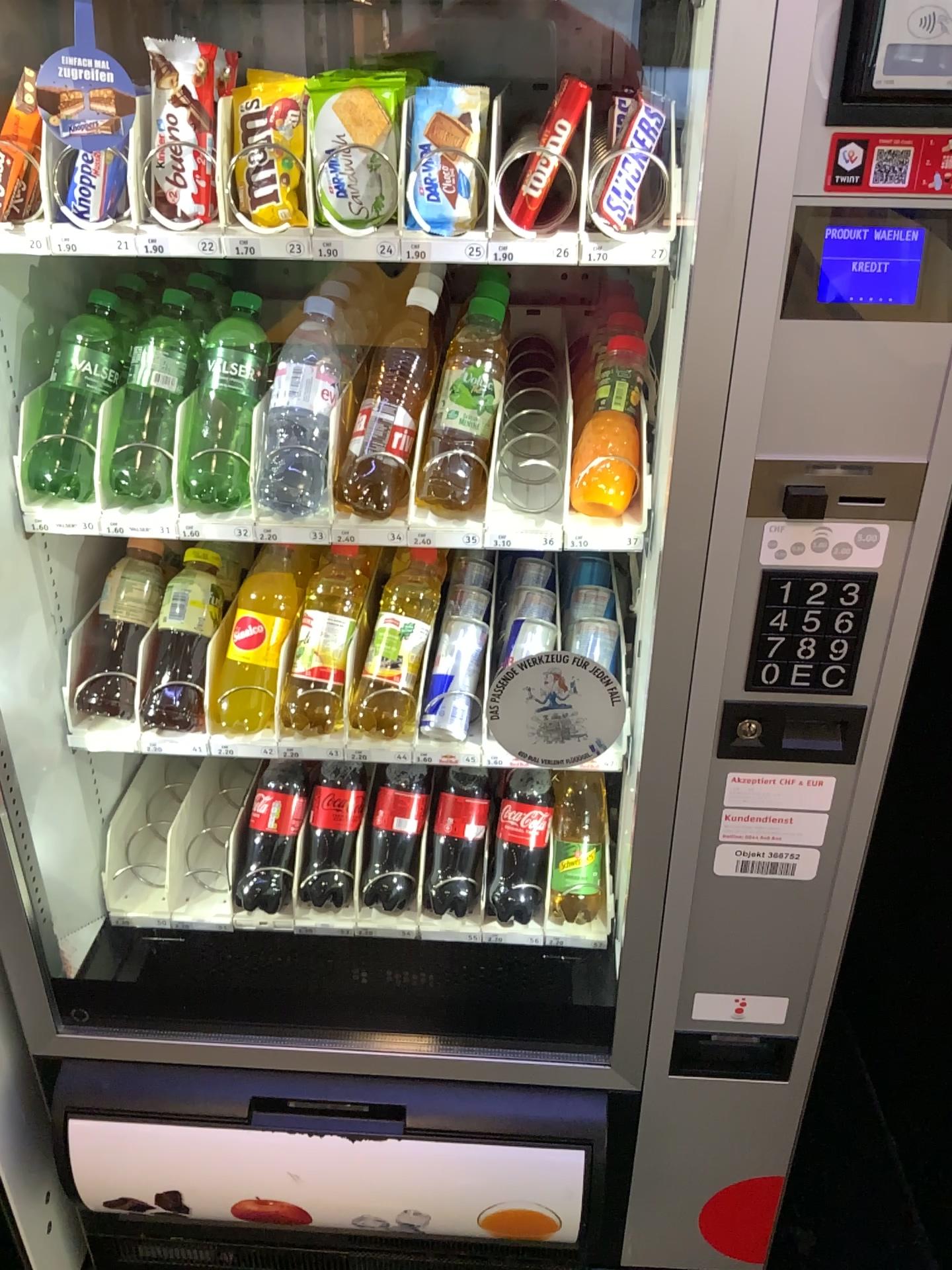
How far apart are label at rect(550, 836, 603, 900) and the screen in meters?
0.8

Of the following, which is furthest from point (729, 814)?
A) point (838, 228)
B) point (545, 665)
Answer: point (838, 228)

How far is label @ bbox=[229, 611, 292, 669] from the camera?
1.2m

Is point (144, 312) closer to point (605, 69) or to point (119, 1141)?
point (605, 69)

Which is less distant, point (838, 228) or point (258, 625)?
point (838, 228)

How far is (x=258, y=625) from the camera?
1.2 meters

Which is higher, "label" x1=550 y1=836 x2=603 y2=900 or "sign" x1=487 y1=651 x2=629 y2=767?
"sign" x1=487 y1=651 x2=629 y2=767

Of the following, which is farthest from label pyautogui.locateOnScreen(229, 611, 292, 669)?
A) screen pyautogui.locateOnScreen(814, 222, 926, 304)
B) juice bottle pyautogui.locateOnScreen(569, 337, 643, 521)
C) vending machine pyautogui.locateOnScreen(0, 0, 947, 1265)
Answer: screen pyautogui.locateOnScreen(814, 222, 926, 304)

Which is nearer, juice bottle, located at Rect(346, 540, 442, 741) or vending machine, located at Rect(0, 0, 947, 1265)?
vending machine, located at Rect(0, 0, 947, 1265)

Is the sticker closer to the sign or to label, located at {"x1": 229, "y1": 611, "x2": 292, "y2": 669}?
the sign
